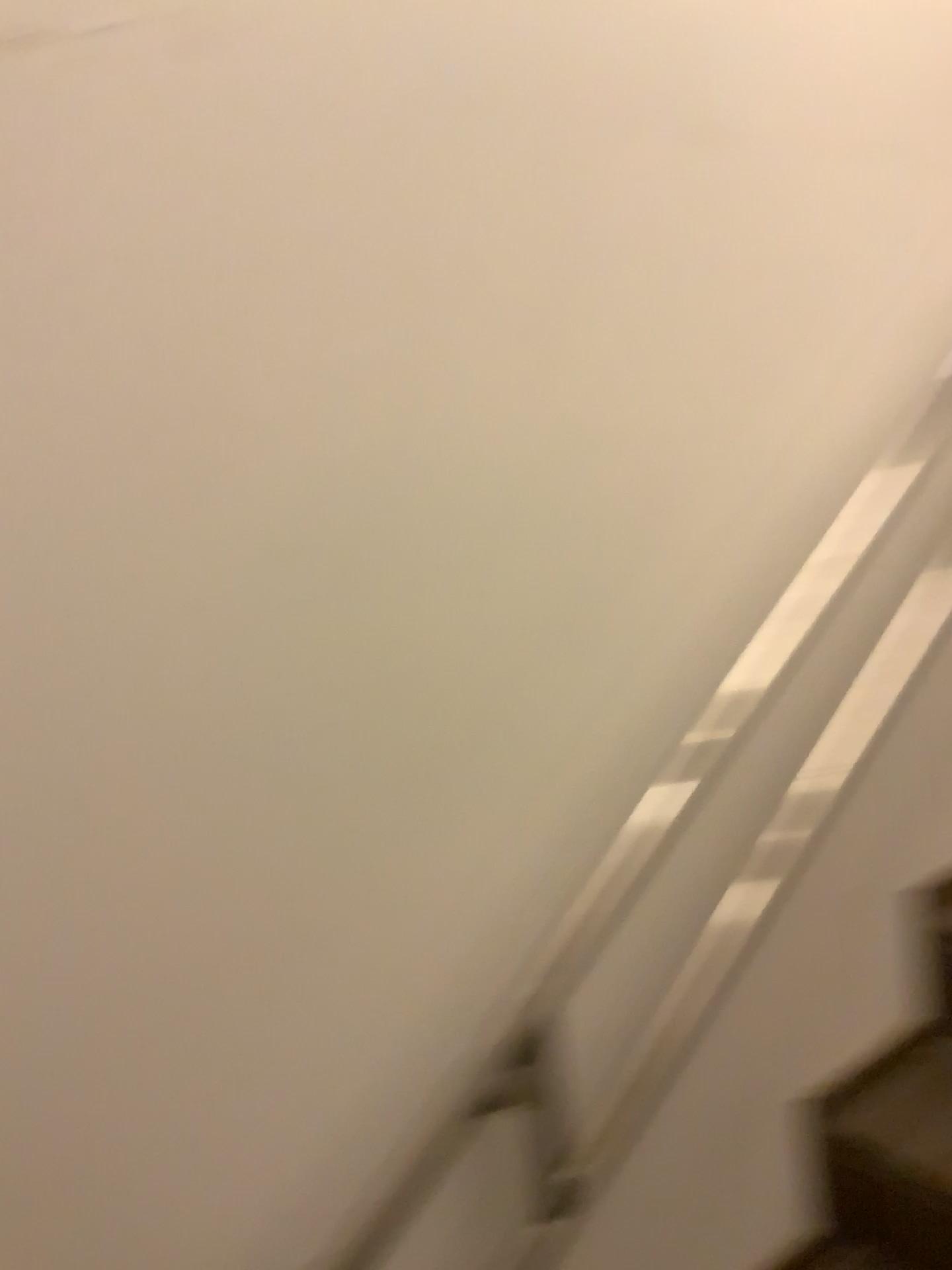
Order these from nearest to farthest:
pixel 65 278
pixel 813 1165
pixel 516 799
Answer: pixel 65 278, pixel 516 799, pixel 813 1165

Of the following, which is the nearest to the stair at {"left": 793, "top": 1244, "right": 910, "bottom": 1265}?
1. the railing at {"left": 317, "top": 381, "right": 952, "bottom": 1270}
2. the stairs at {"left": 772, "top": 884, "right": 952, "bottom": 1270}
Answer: the stairs at {"left": 772, "top": 884, "right": 952, "bottom": 1270}

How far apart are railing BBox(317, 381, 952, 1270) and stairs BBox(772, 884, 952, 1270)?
0.27m

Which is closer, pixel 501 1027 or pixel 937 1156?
pixel 501 1027

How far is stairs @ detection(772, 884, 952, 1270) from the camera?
1.3 meters

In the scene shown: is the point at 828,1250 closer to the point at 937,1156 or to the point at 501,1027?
the point at 937,1156

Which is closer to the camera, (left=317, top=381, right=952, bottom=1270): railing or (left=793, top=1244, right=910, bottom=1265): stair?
(left=317, top=381, right=952, bottom=1270): railing

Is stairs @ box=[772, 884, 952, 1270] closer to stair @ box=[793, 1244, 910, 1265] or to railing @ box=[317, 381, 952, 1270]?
stair @ box=[793, 1244, 910, 1265]

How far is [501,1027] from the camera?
1.0 meters

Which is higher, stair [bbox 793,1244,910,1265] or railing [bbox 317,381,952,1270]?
railing [bbox 317,381,952,1270]
